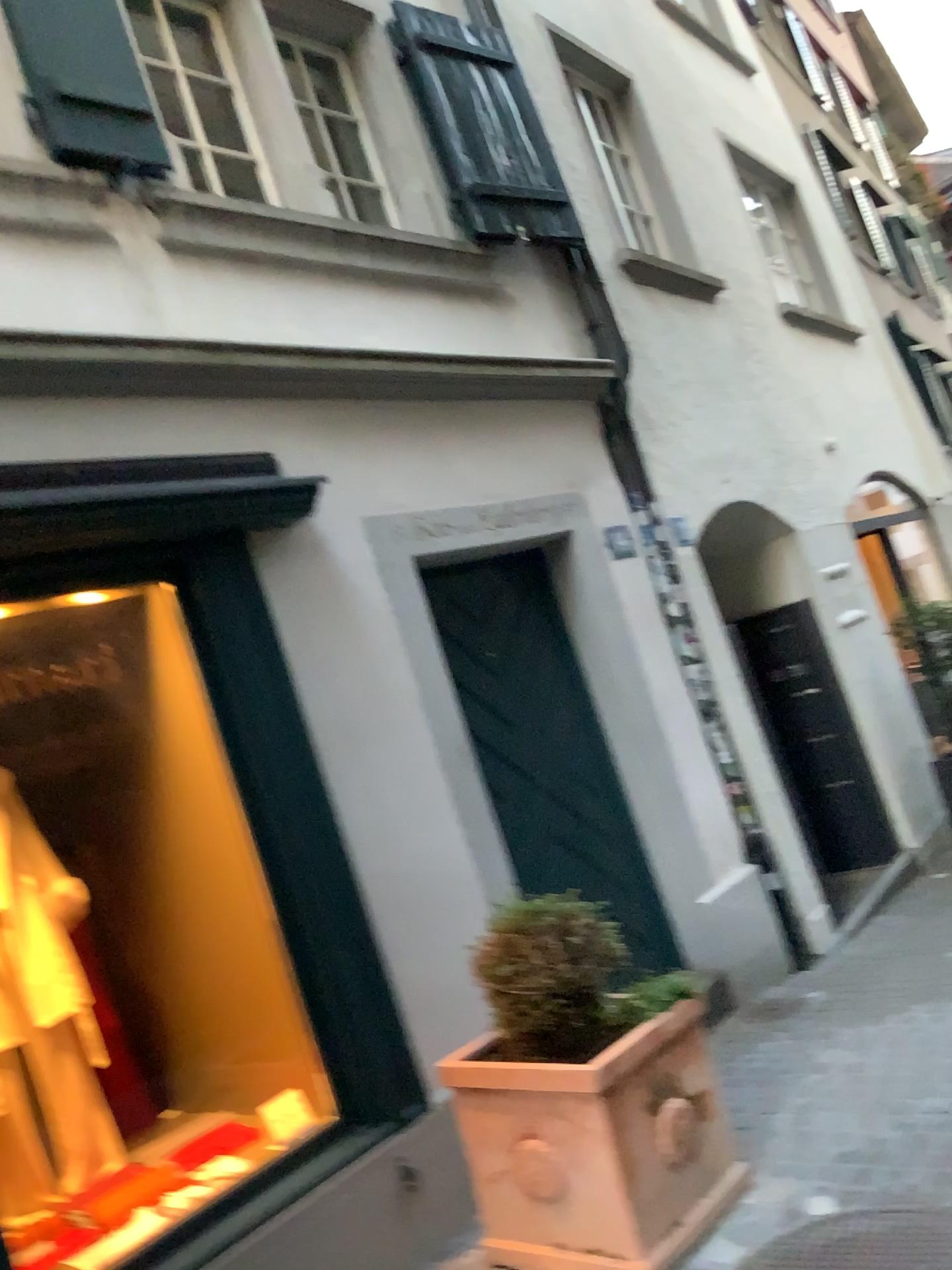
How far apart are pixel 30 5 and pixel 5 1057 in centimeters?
319cm

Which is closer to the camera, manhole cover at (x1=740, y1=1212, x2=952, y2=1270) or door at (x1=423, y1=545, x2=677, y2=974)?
manhole cover at (x1=740, y1=1212, x2=952, y2=1270)

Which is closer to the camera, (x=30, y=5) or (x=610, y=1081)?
(x=610, y=1081)

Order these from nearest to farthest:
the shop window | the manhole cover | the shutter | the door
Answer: the manhole cover
the shop window
the shutter
the door

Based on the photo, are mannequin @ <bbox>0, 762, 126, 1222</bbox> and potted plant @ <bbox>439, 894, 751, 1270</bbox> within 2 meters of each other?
yes

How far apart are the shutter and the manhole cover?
3.6 meters

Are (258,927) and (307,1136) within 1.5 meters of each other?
yes

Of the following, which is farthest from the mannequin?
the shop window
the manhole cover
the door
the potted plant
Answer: the manhole cover

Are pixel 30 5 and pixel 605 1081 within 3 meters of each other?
no

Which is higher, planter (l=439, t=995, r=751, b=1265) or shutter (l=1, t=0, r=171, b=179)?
shutter (l=1, t=0, r=171, b=179)
